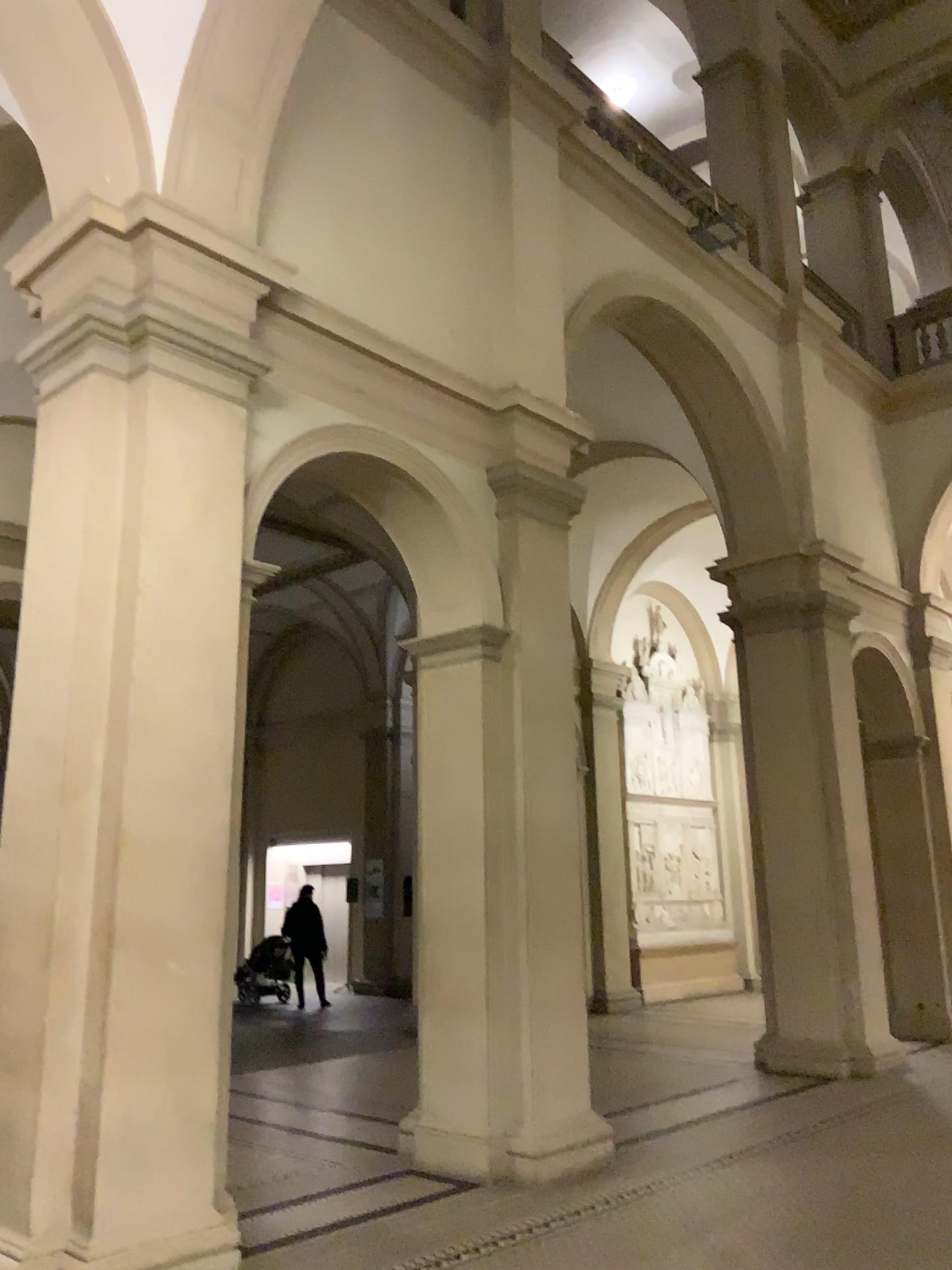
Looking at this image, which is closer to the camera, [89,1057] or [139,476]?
[89,1057]
